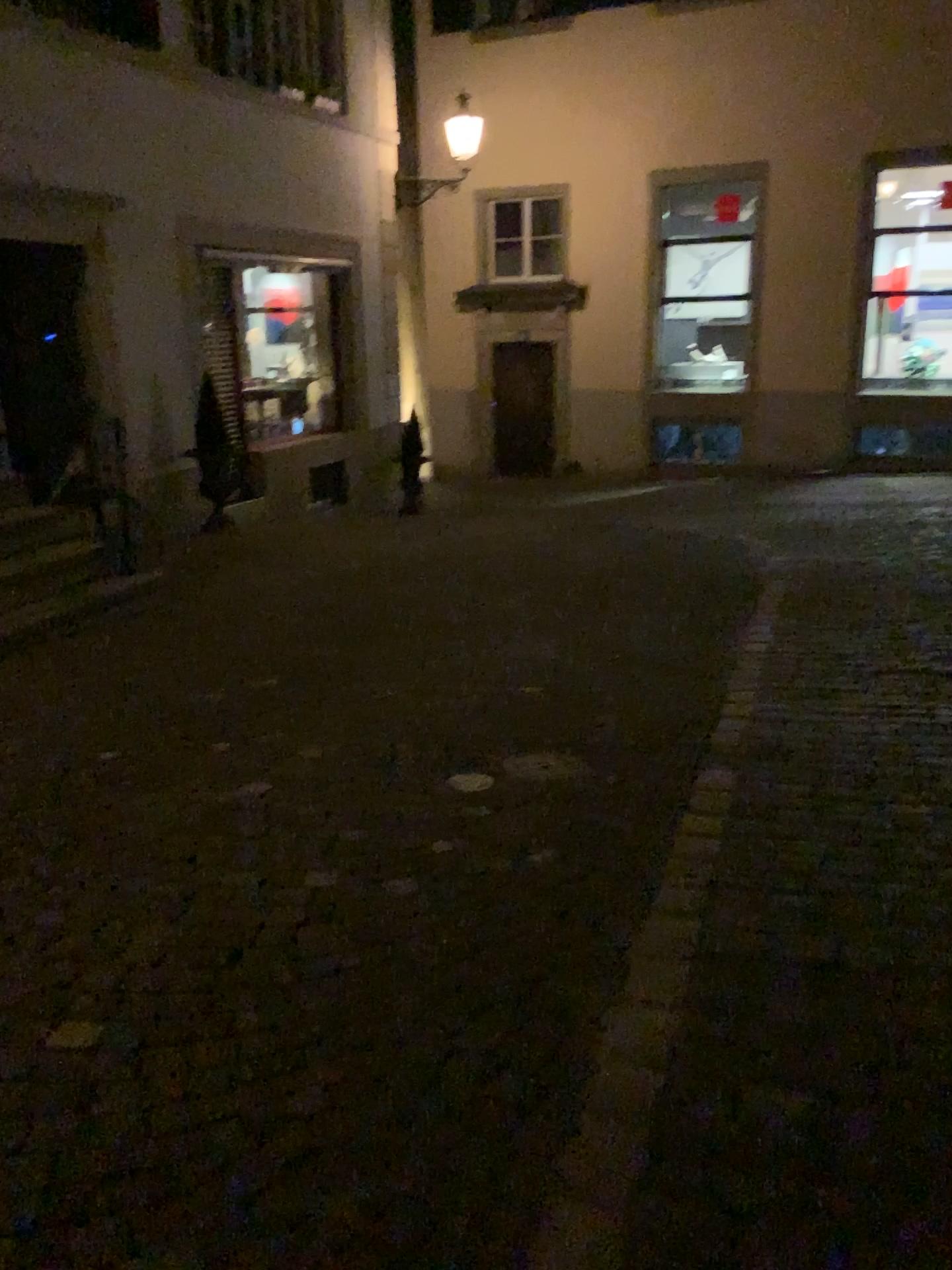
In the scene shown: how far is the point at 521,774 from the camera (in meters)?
3.86

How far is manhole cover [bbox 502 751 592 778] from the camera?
3.9m

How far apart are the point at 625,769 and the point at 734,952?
1.32m
